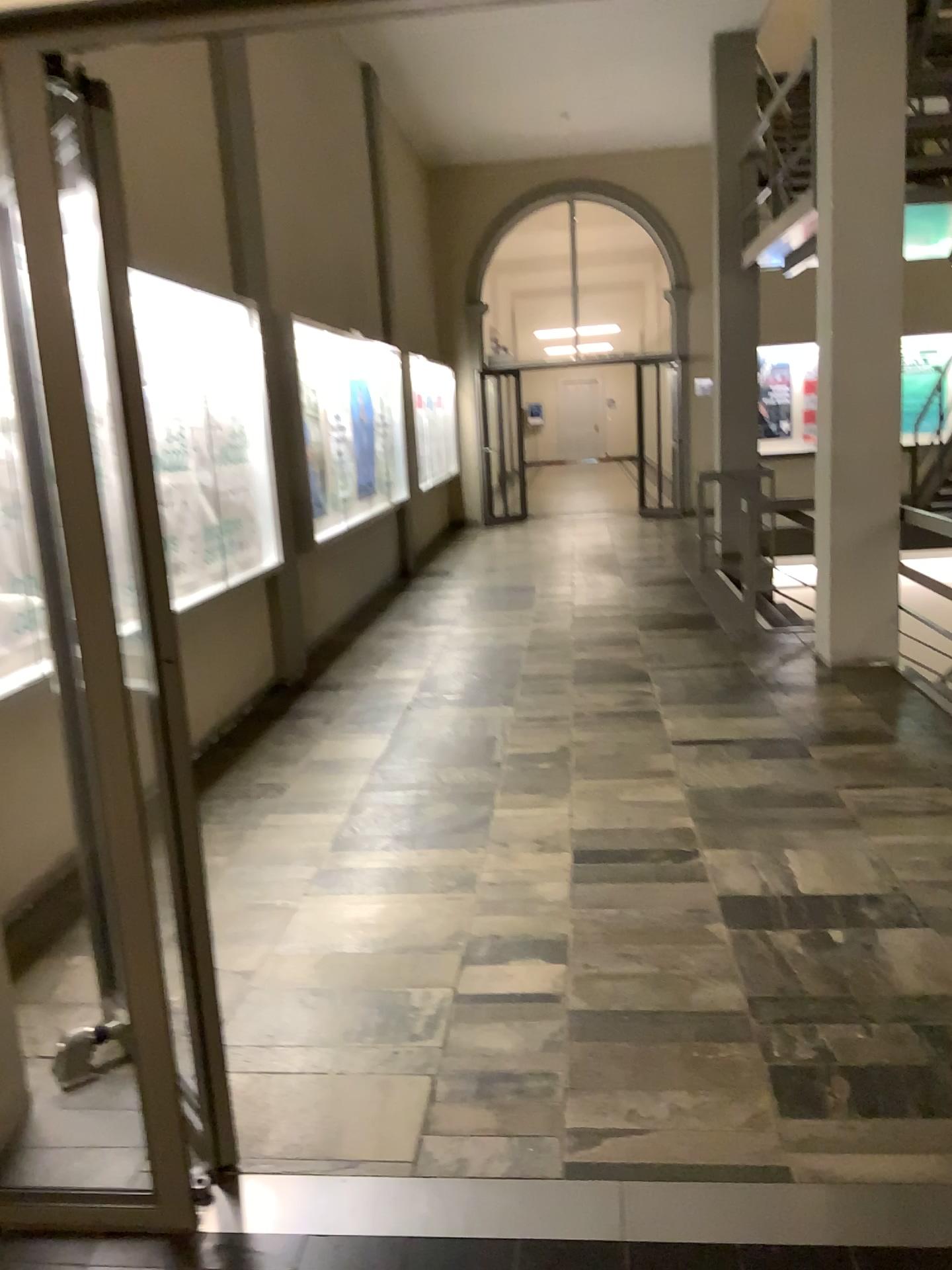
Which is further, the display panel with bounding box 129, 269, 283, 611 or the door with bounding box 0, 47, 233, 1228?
the display panel with bounding box 129, 269, 283, 611

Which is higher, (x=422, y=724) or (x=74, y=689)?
(x=74, y=689)

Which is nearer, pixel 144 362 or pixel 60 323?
pixel 60 323
